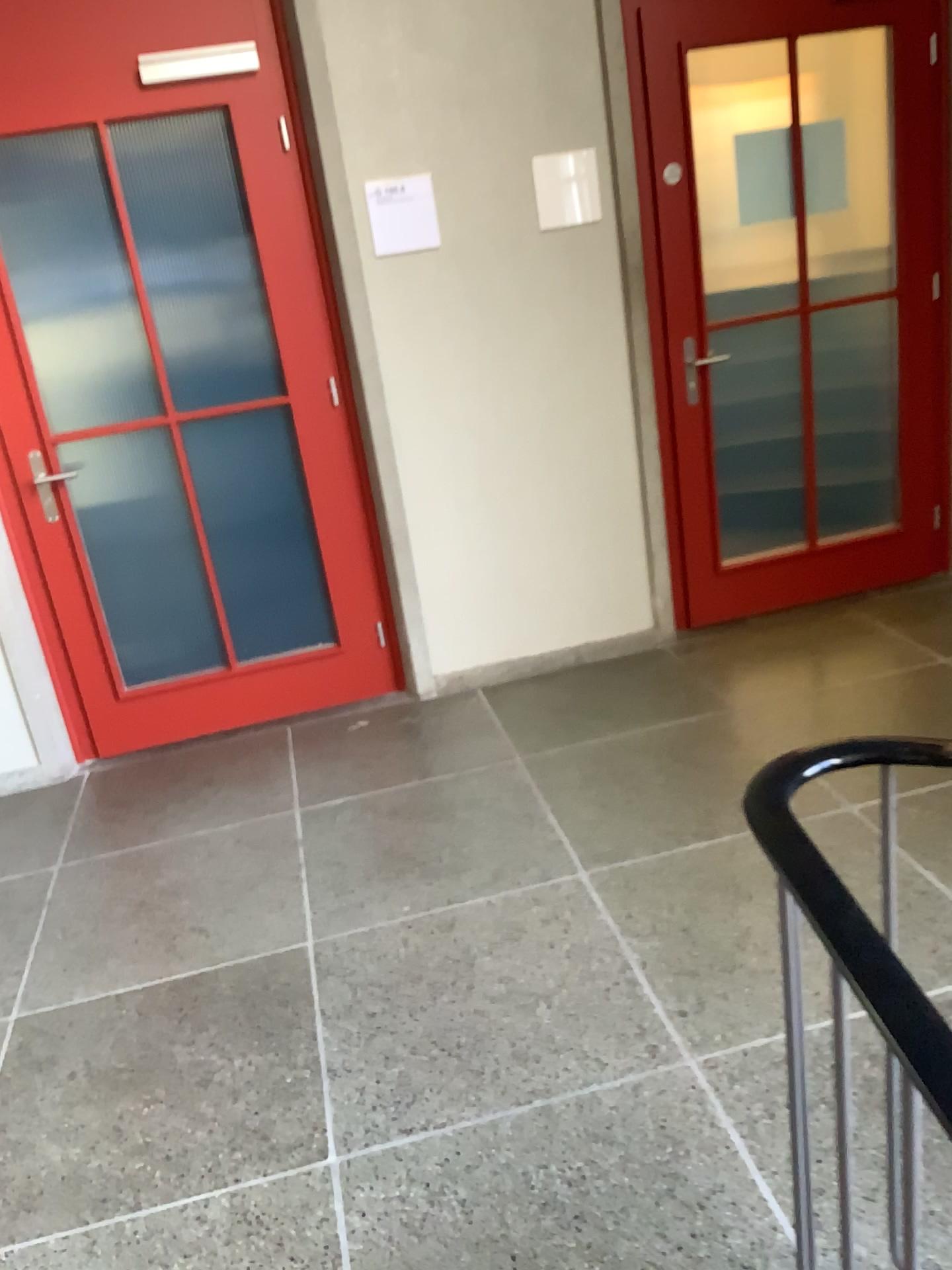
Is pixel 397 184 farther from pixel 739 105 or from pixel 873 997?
pixel 873 997

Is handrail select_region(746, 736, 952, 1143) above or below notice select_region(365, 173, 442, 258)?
below

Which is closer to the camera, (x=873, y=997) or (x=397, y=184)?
(x=873, y=997)

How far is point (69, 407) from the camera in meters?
3.4 m

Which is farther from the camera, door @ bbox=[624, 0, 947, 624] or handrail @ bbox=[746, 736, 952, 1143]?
door @ bbox=[624, 0, 947, 624]

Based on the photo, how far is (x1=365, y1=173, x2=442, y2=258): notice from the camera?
3.3m

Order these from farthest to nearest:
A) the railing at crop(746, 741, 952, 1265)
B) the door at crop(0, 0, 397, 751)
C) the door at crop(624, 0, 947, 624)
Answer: the door at crop(624, 0, 947, 624), the door at crop(0, 0, 397, 751), the railing at crop(746, 741, 952, 1265)

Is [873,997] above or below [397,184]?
below

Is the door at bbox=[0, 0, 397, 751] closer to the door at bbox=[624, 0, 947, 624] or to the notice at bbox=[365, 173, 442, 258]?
the notice at bbox=[365, 173, 442, 258]

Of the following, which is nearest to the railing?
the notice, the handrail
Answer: the handrail
